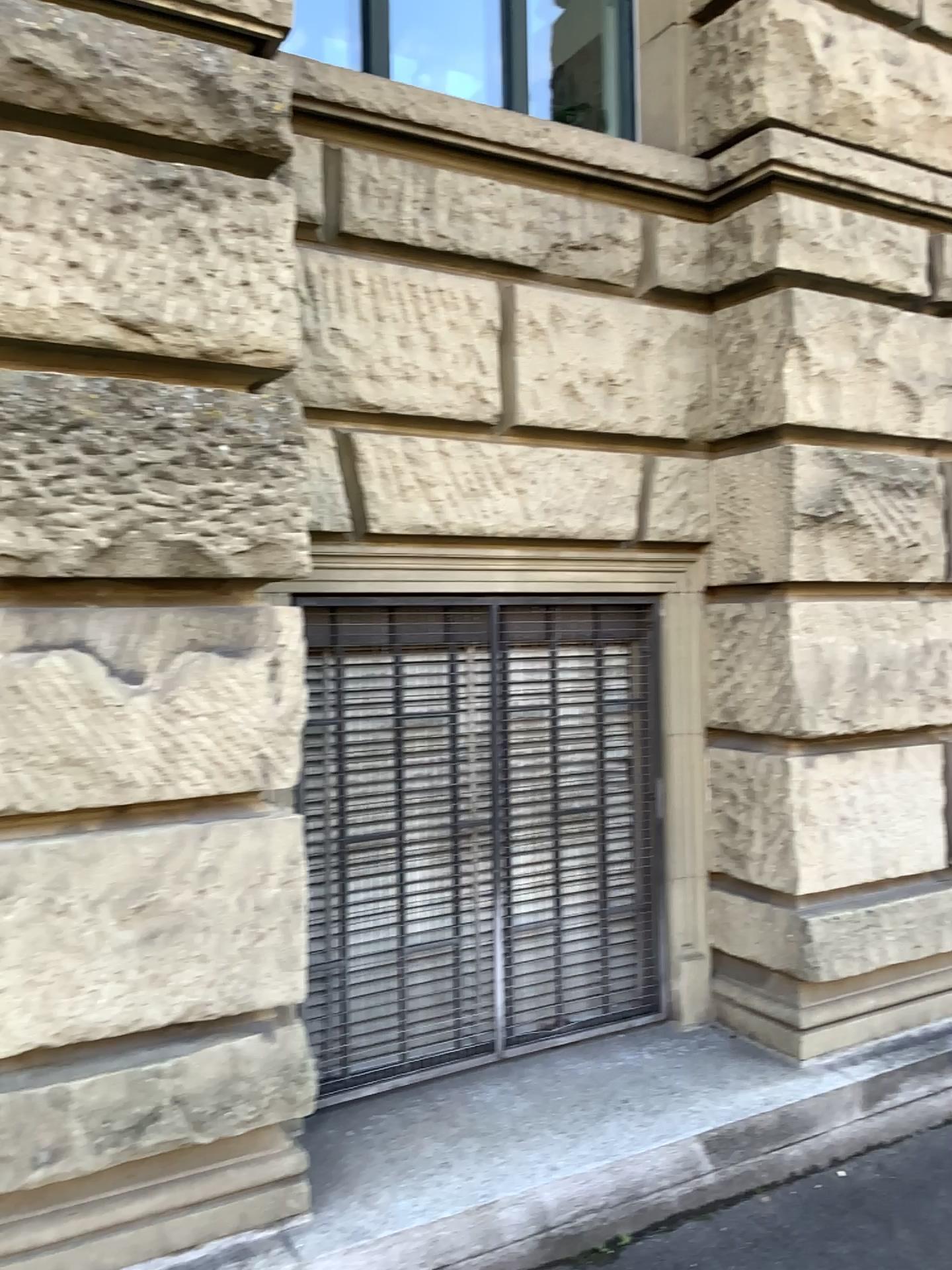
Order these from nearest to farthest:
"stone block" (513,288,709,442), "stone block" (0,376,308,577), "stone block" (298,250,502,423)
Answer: "stone block" (0,376,308,577) < "stone block" (298,250,502,423) < "stone block" (513,288,709,442)

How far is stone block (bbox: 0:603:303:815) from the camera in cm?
225

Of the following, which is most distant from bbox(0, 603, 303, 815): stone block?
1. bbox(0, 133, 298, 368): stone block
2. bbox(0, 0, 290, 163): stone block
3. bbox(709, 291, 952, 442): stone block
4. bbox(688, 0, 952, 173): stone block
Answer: bbox(688, 0, 952, 173): stone block

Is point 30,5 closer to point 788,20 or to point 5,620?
point 5,620

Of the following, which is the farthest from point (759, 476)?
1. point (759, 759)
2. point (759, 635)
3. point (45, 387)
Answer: point (45, 387)

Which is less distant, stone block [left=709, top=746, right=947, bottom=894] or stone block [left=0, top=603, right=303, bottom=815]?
stone block [left=0, top=603, right=303, bottom=815]

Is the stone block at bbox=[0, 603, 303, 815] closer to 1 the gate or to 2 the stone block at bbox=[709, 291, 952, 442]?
1 the gate

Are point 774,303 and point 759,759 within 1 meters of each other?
no

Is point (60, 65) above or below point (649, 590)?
above

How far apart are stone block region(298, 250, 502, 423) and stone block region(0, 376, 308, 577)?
0.4m
